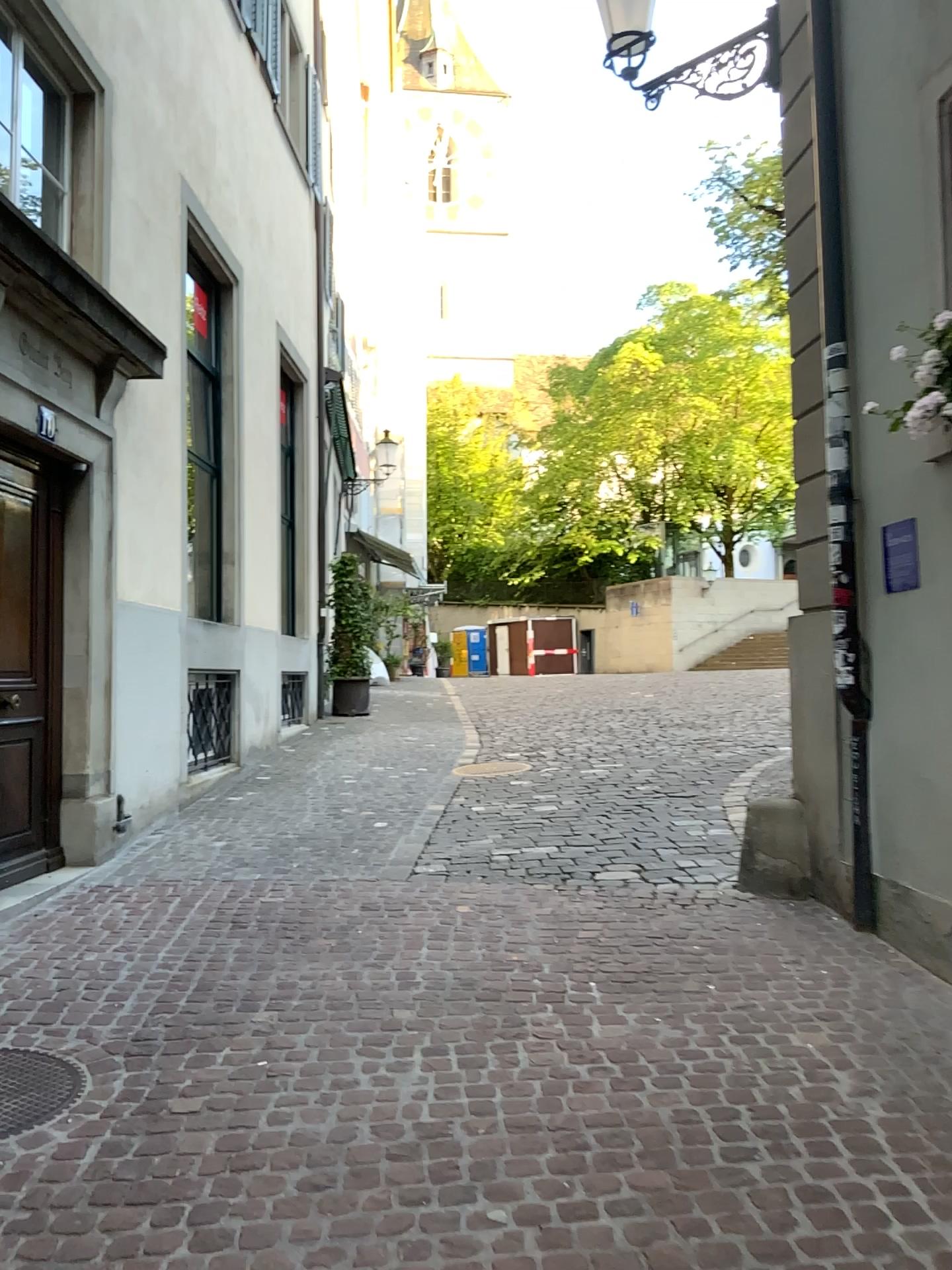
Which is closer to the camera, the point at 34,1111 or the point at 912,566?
the point at 34,1111

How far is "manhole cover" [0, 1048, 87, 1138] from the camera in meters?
3.1

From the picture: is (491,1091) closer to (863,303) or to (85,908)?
(85,908)

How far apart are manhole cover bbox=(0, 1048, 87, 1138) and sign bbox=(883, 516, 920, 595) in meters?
3.5

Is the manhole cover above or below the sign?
below

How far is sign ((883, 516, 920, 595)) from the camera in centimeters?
428cm

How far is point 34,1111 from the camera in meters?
3.1 m

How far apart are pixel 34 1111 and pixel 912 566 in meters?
3.7 m

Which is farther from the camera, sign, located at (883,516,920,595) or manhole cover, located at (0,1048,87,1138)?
sign, located at (883,516,920,595)
